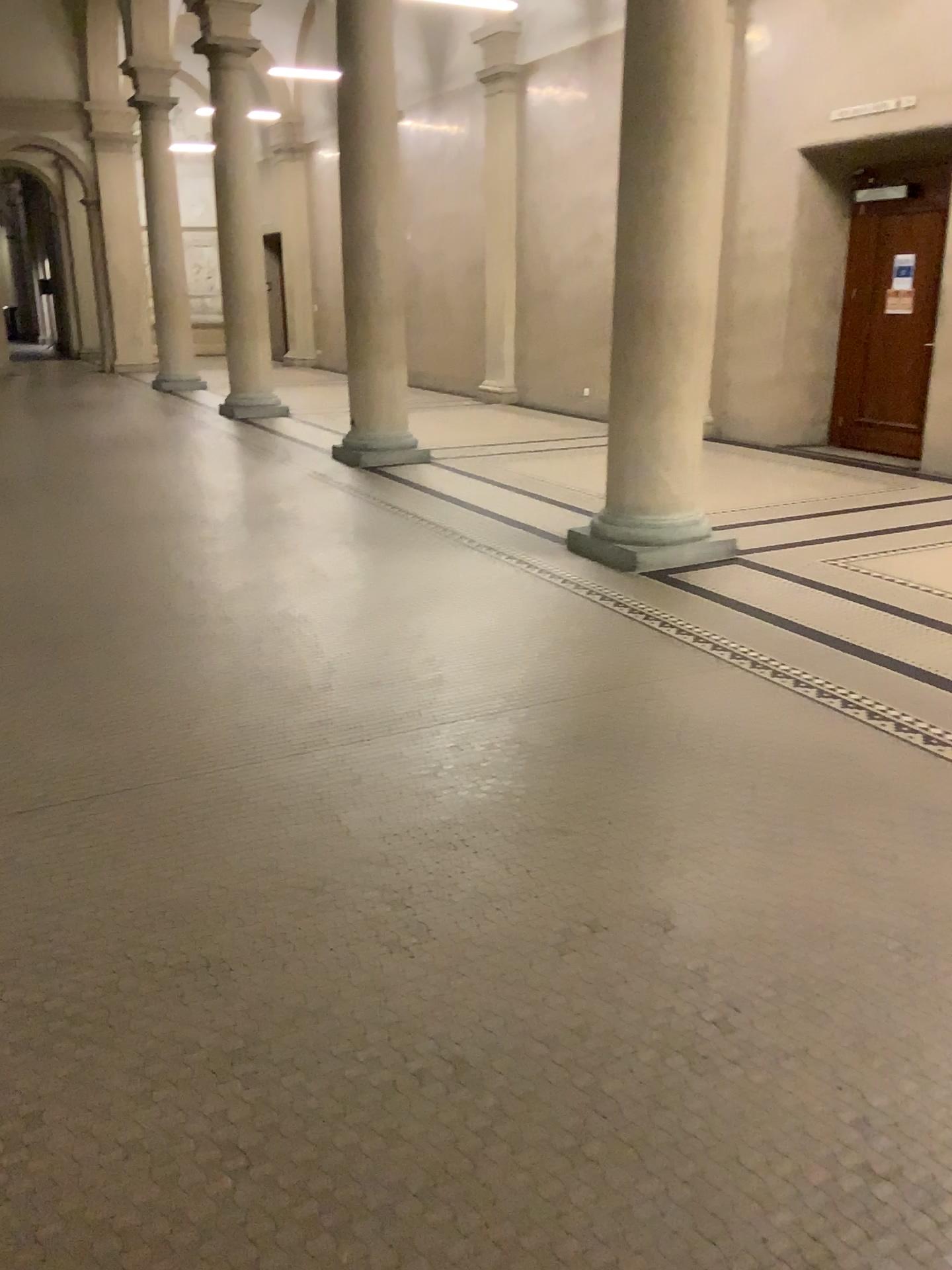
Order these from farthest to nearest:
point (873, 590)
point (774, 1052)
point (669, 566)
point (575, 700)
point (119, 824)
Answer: point (669, 566), point (873, 590), point (575, 700), point (119, 824), point (774, 1052)
